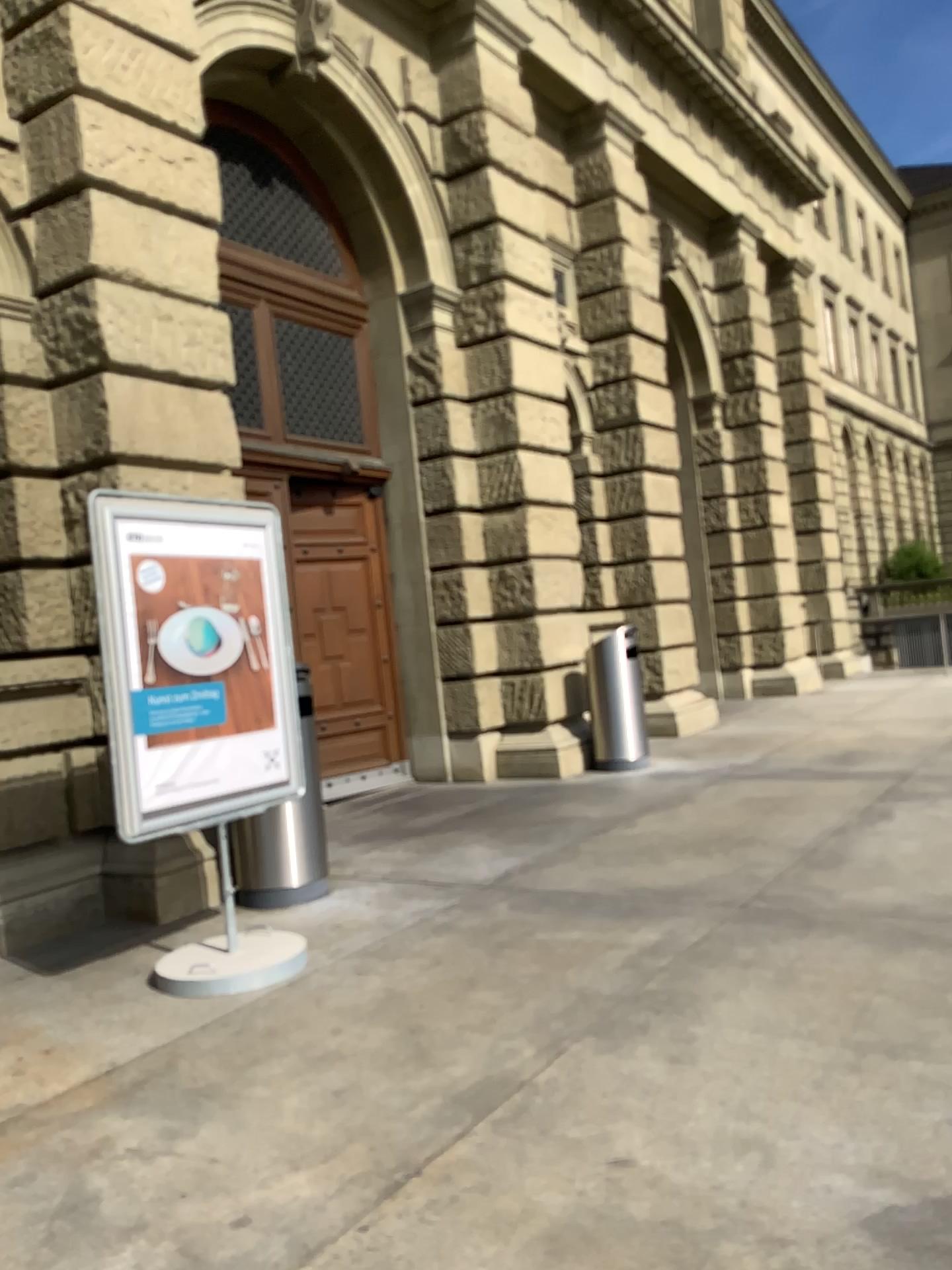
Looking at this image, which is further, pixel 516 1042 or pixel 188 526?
pixel 188 526
